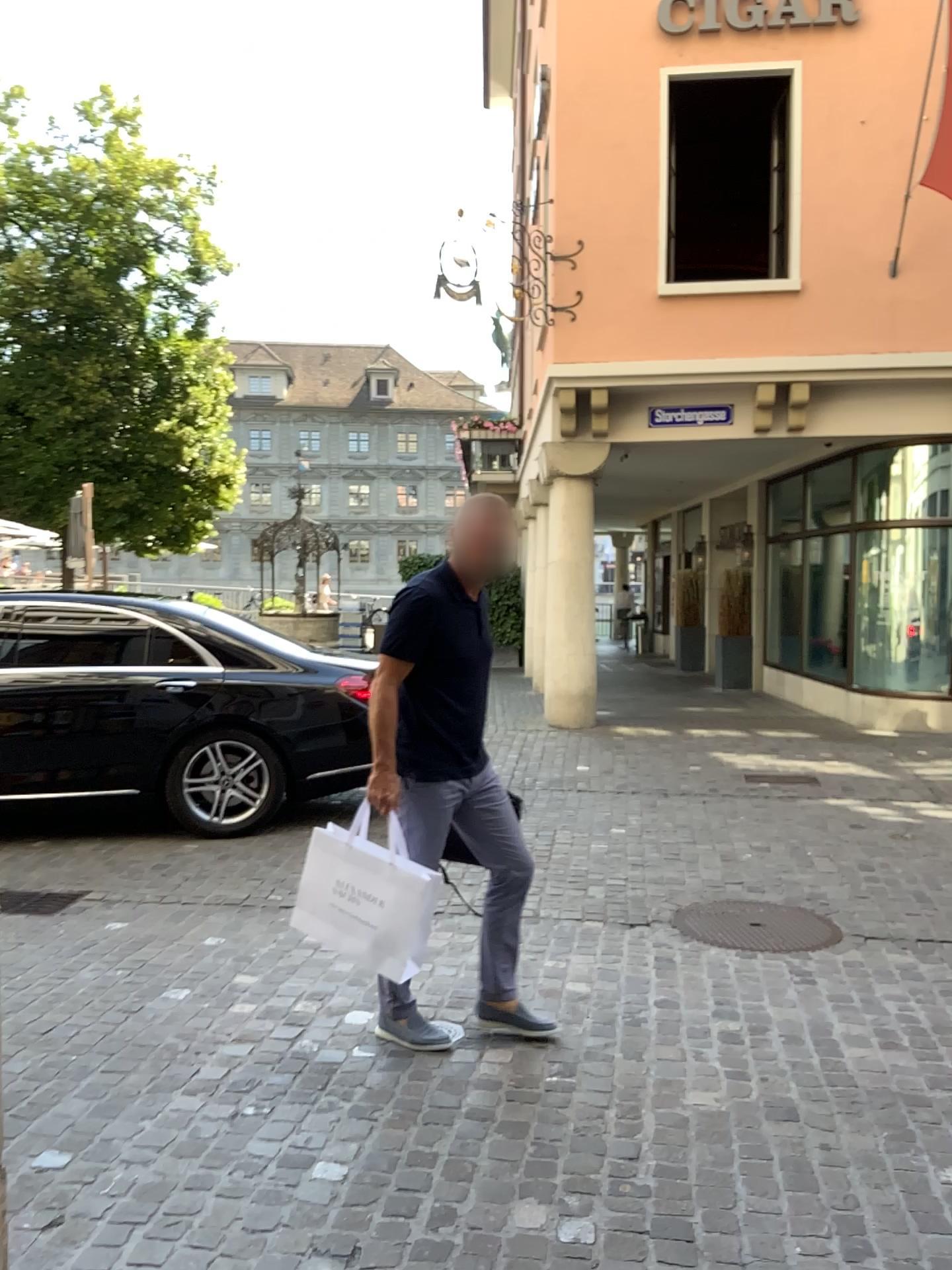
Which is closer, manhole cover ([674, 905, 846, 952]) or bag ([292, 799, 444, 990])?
bag ([292, 799, 444, 990])

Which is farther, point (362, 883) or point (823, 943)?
point (823, 943)

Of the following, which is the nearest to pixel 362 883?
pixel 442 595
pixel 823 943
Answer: pixel 442 595

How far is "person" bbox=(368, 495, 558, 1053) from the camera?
3.3 meters

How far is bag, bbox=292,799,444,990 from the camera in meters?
3.2

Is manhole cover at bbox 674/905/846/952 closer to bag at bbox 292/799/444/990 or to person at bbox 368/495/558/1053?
person at bbox 368/495/558/1053

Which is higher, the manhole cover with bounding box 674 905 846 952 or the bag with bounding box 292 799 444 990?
the bag with bounding box 292 799 444 990

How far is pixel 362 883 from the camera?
3.2 meters

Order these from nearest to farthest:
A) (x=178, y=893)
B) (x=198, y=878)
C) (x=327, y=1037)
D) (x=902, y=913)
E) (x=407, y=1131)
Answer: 1. (x=407, y=1131)
2. (x=327, y=1037)
3. (x=902, y=913)
4. (x=178, y=893)
5. (x=198, y=878)

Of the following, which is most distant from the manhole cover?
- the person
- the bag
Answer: the bag
